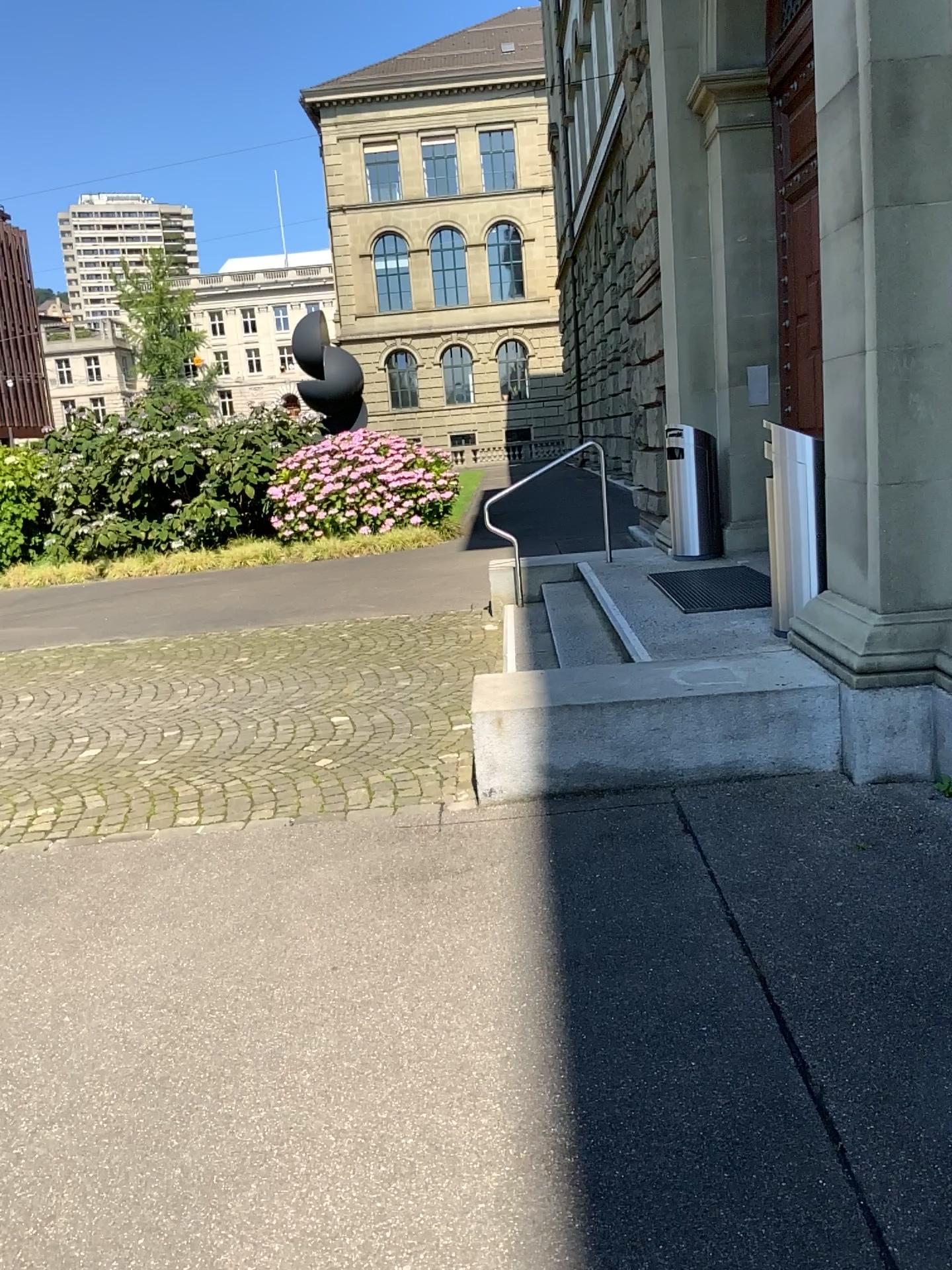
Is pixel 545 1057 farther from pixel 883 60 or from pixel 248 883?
pixel 883 60
